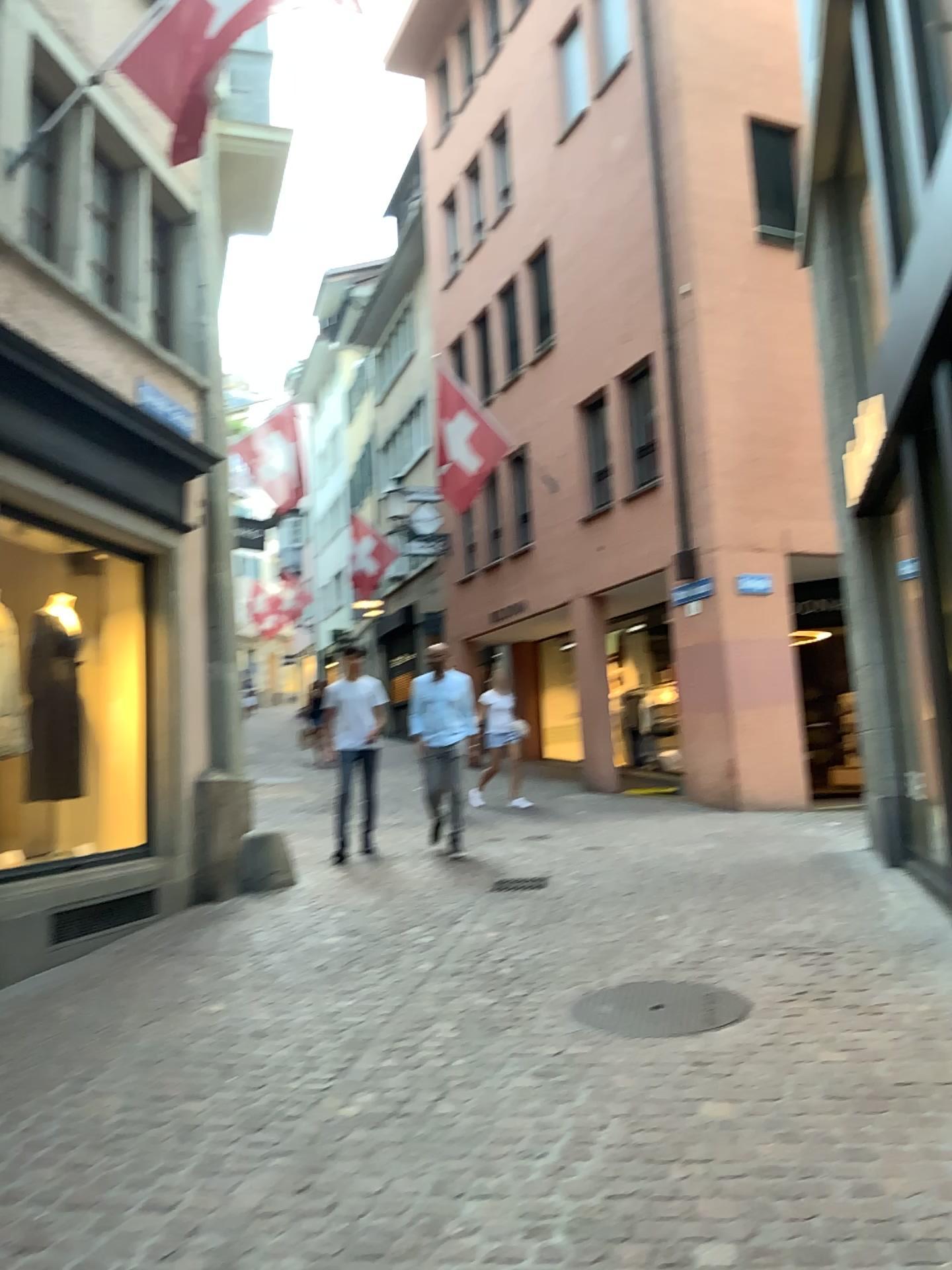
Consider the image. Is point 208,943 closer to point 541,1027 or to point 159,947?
point 159,947
